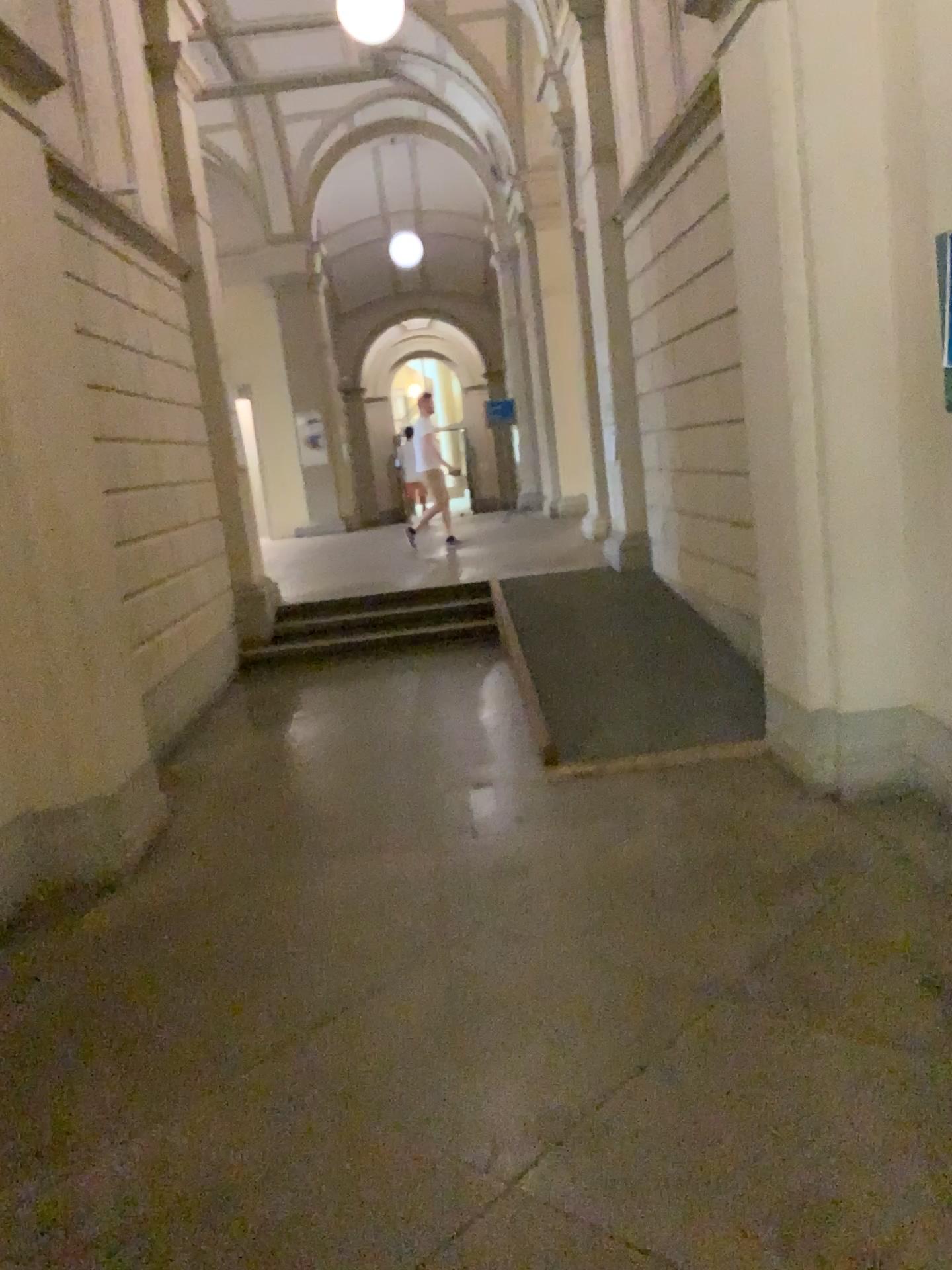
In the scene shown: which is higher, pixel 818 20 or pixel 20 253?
pixel 818 20

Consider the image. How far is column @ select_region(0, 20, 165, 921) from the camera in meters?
3.8 m

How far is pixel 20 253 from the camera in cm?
379

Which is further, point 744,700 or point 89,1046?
point 744,700
